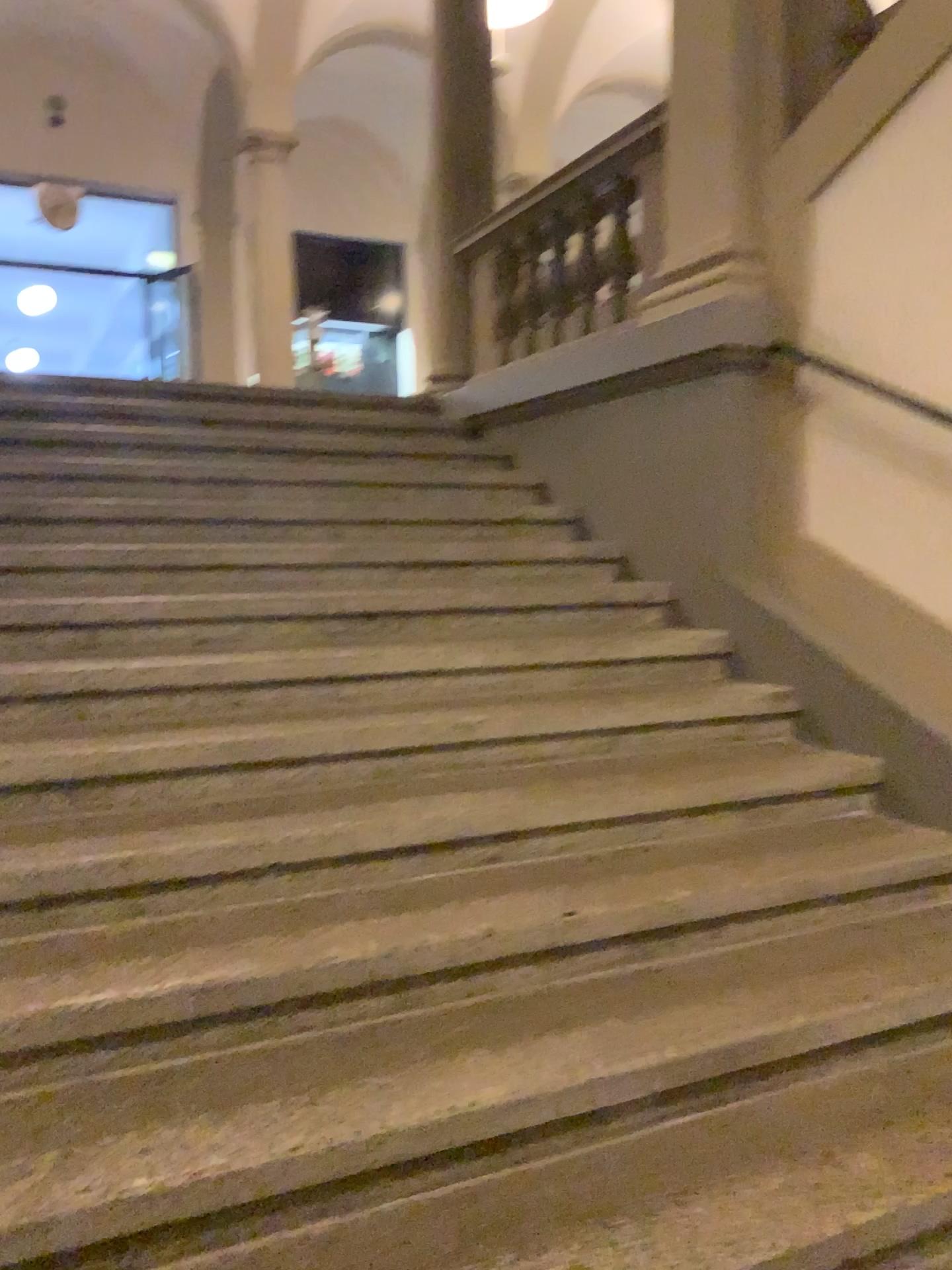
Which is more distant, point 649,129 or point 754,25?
point 649,129

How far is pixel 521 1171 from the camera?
1.8m

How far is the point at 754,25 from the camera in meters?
3.5 m

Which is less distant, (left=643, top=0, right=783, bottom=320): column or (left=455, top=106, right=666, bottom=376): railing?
(left=643, top=0, right=783, bottom=320): column

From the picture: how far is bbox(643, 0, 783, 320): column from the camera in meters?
3.5
